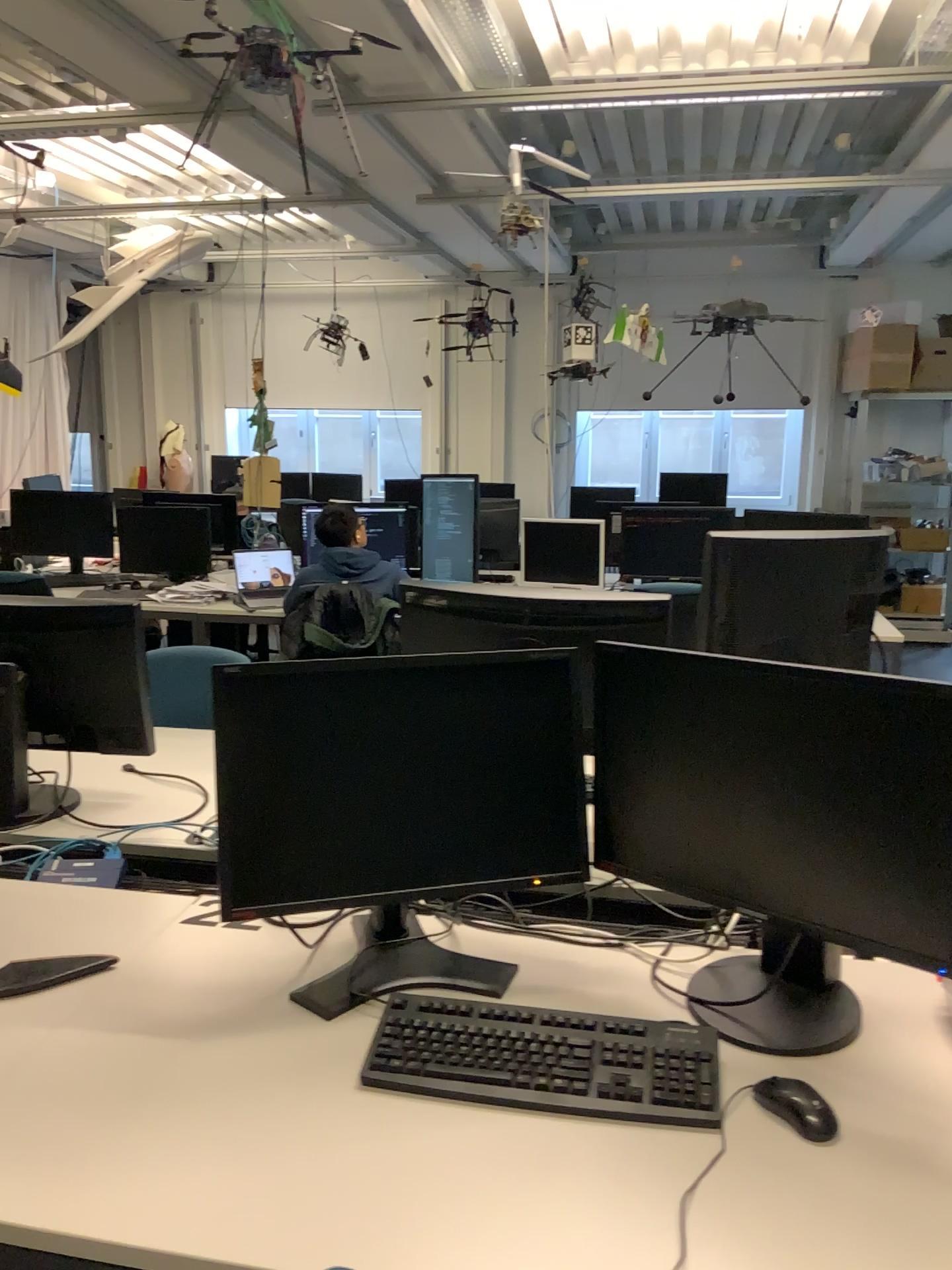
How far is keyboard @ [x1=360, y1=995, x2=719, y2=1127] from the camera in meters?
1.3

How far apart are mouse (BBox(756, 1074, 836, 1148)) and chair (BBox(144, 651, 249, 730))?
2.1m

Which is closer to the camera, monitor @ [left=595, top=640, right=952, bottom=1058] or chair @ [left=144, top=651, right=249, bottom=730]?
monitor @ [left=595, top=640, right=952, bottom=1058]

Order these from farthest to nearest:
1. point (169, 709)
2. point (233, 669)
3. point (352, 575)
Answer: point (352, 575)
point (169, 709)
point (233, 669)

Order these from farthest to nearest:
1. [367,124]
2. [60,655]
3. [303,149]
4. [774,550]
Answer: [303,149] < [367,124] < [60,655] < [774,550]

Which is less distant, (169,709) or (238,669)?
(238,669)

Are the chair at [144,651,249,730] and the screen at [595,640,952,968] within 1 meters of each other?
no

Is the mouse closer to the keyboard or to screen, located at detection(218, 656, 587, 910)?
the keyboard

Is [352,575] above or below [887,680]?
below

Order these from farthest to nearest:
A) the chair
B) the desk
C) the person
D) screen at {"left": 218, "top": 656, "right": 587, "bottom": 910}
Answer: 1. the person
2. the chair
3. screen at {"left": 218, "top": 656, "right": 587, "bottom": 910}
4. the desk
